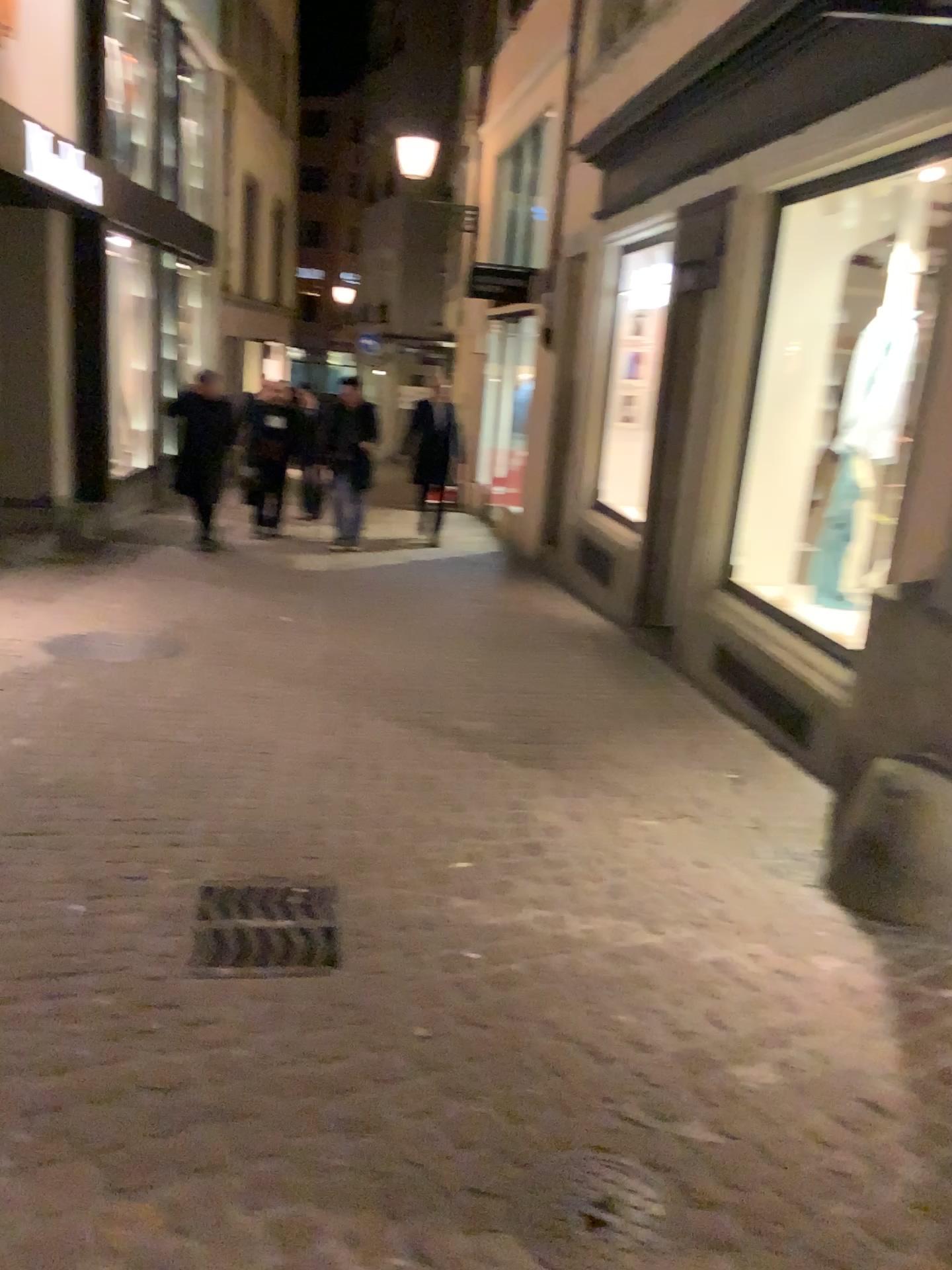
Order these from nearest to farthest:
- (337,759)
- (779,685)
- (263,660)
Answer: (337,759) < (779,685) < (263,660)

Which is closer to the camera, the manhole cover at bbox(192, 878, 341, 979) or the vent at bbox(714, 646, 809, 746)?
the manhole cover at bbox(192, 878, 341, 979)

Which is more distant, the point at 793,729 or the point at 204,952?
the point at 793,729
